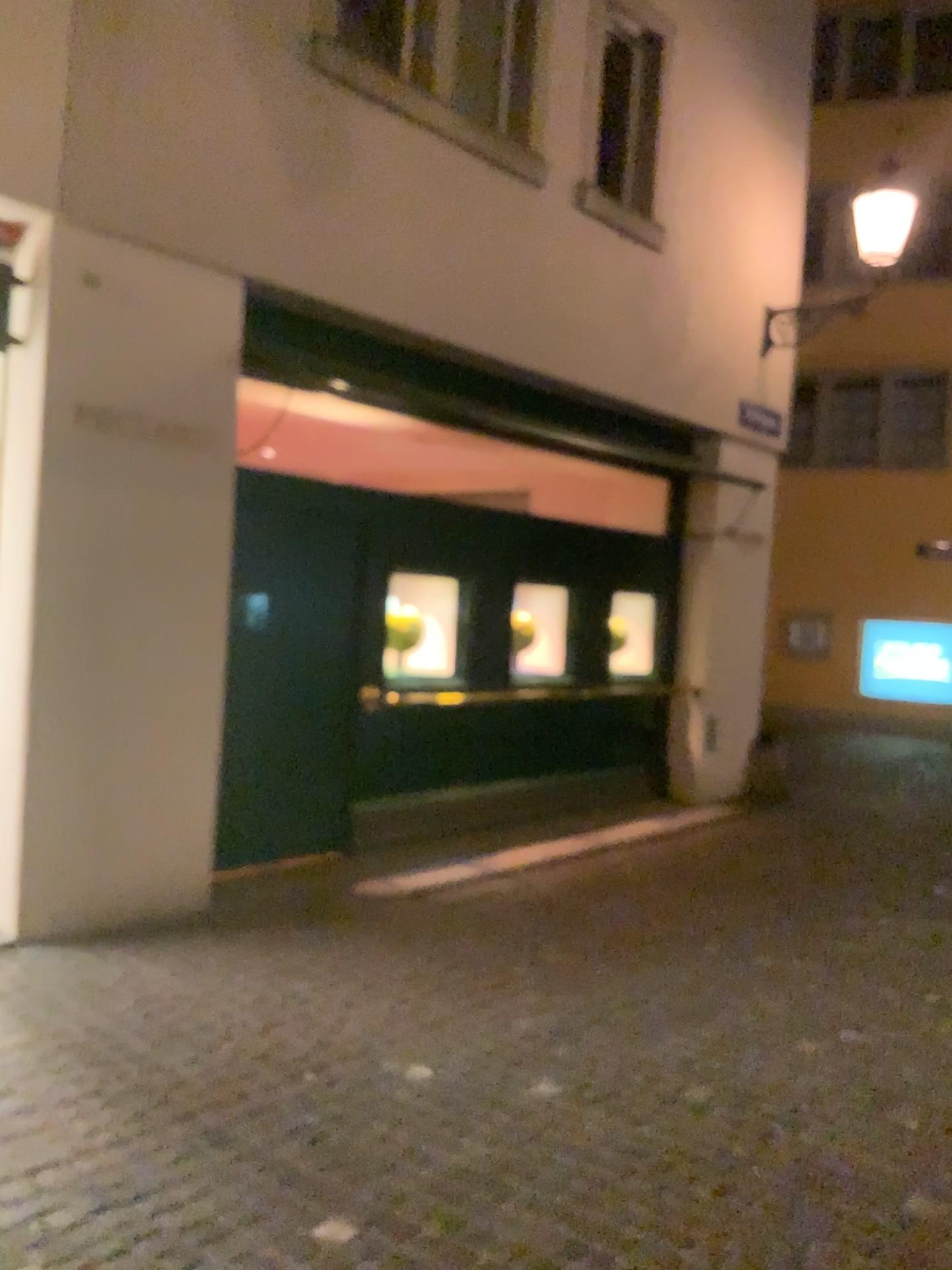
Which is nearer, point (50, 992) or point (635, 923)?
point (50, 992)
